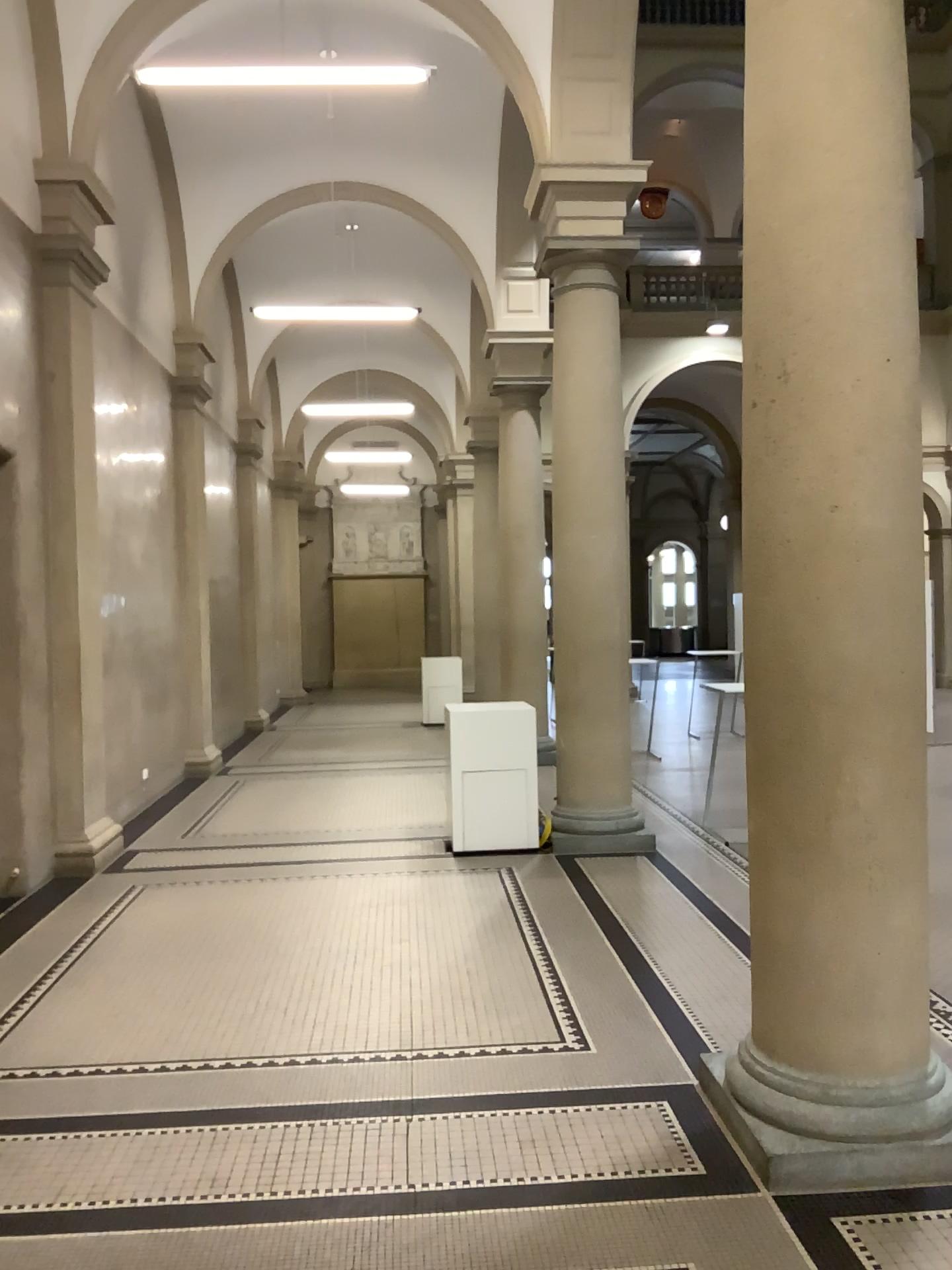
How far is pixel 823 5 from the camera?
3.10m

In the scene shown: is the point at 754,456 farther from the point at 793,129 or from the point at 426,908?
the point at 426,908

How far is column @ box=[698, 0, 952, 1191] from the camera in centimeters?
310cm
